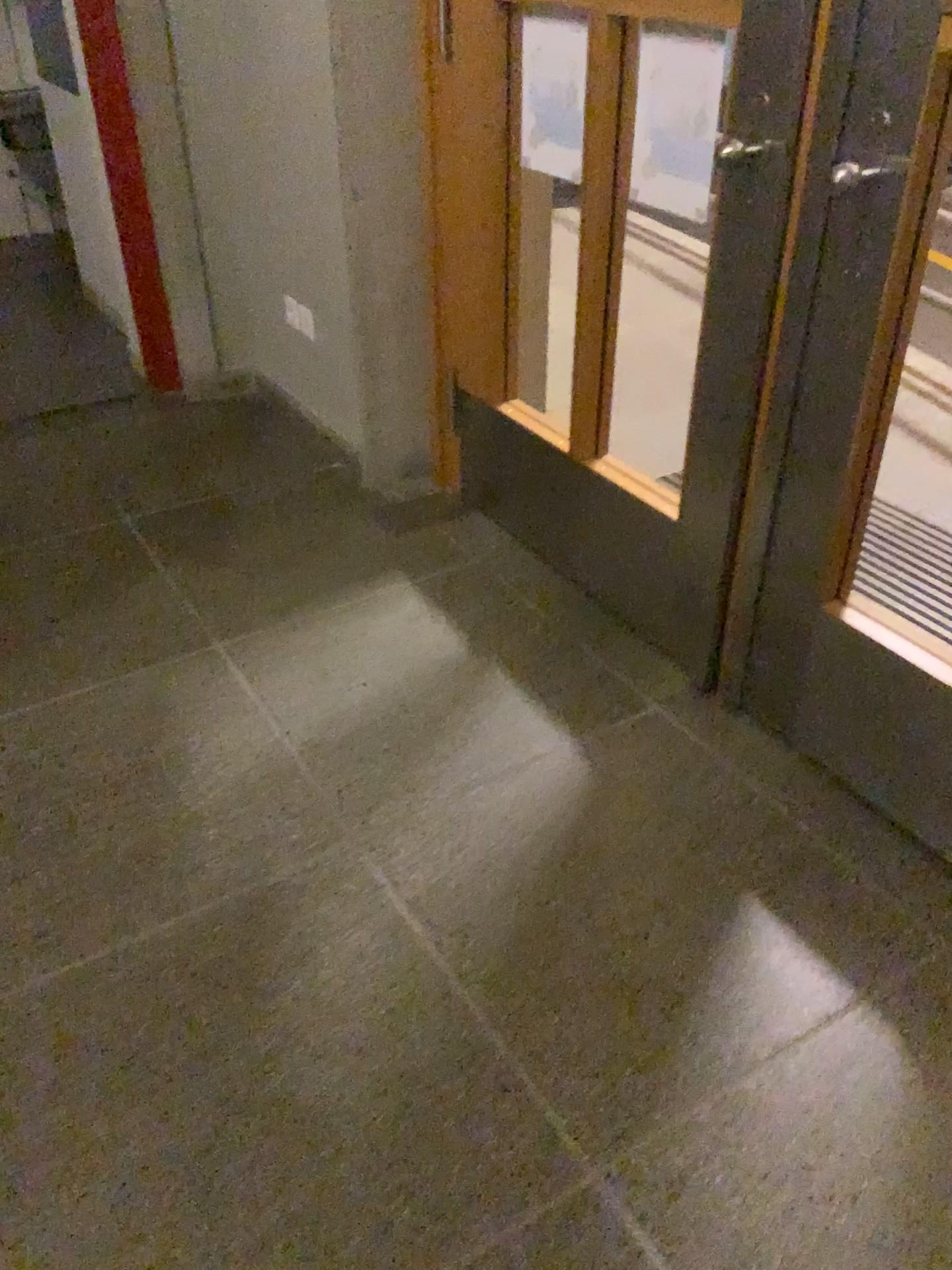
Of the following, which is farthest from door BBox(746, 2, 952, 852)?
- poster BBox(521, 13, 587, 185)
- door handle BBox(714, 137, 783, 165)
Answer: poster BBox(521, 13, 587, 185)

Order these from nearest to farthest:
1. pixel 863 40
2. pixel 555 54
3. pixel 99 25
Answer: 1. pixel 863 40
2. pixel 555 54
3. pixel 99 25

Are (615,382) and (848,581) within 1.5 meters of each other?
no

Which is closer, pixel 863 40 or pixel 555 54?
pixel 863 40

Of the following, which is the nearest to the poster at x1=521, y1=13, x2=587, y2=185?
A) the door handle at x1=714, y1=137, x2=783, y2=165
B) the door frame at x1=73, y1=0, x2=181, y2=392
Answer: the door handle at x1=714, y1=137, x2=783, y2=165

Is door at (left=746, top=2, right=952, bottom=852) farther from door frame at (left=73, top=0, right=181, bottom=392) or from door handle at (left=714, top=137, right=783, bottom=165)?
door frame at (left=73, top=0, right=181, bottom=392)

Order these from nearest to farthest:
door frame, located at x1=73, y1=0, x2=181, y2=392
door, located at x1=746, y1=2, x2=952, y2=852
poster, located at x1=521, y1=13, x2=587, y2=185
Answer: door, located at x1=746, y1=2, x2=952, y2=852, poster, located at x1=521, y1=13, x2=587, y2=185, door frame, located at x1=73, y1=0, x2=181, y2=392

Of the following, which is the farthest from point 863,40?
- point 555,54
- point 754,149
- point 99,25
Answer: point 99,25

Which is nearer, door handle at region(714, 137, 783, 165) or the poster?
door handle at region(714, 137, 783, 165)

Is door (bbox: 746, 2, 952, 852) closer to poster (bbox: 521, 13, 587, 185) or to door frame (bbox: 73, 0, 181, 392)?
poster (bbox: 521, 13, 587, 185)
